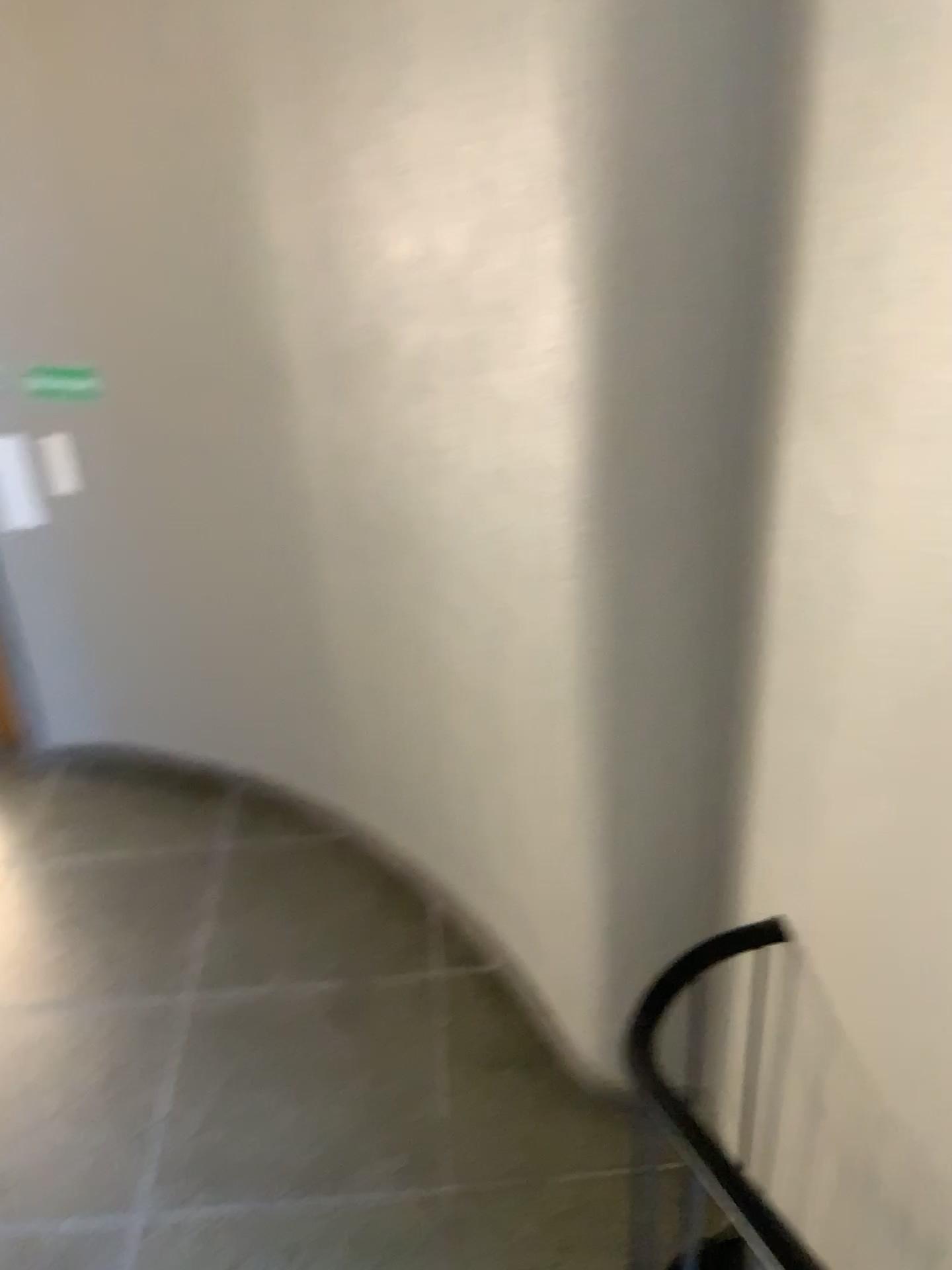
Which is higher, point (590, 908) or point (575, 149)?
point (575, 149)

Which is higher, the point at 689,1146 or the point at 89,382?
the point at 89,382

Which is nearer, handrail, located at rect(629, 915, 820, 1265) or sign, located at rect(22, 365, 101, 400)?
handrail, located at rect(629, 915, 820, 1265)

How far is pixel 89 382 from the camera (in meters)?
3.46

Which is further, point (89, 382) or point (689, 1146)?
point (89, 382)

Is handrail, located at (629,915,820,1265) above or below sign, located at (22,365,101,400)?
below

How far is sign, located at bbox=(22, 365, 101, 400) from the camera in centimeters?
346cm
